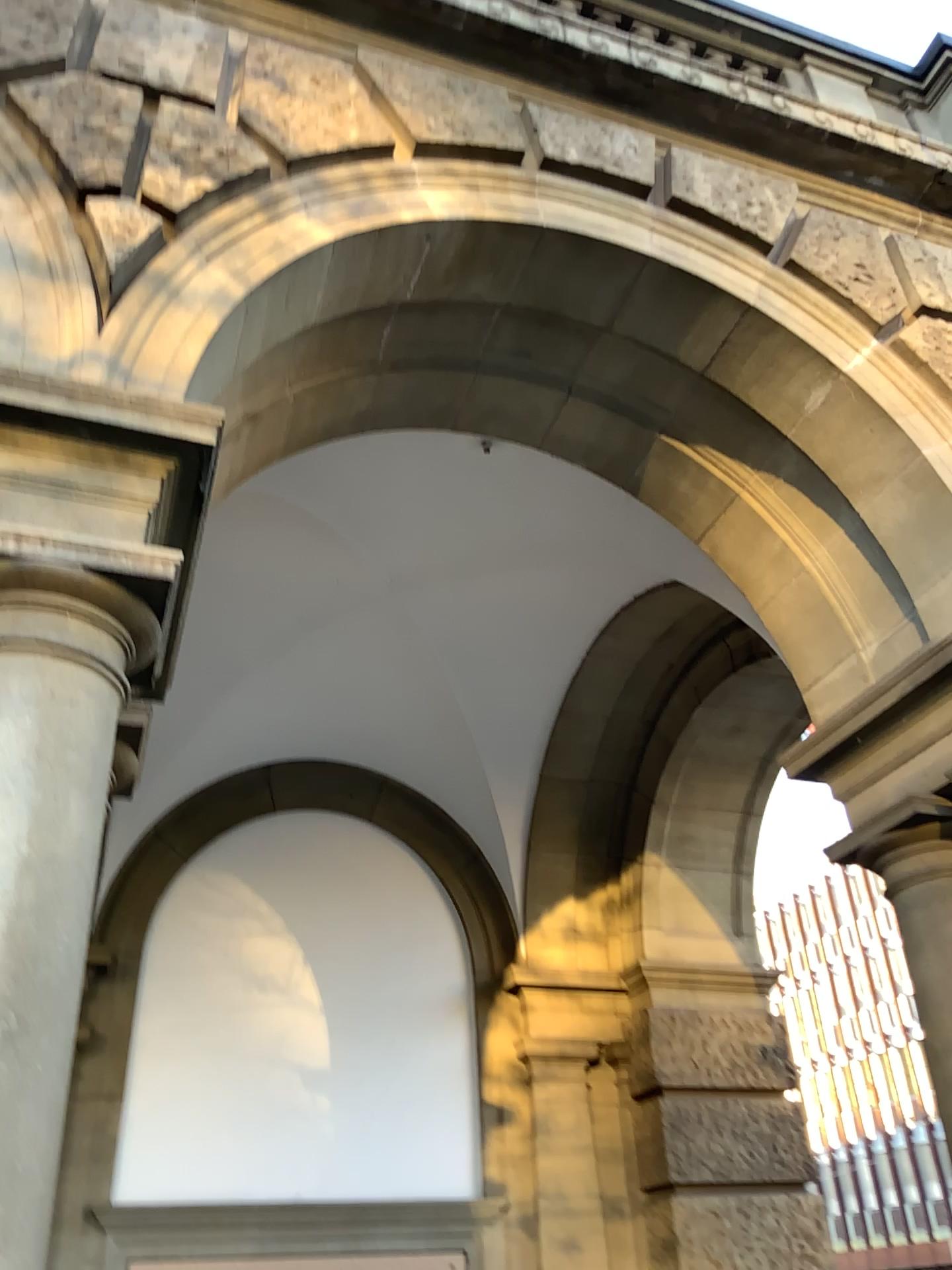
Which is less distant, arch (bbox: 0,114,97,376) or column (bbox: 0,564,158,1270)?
column (bbox: 0,564,158,1270)

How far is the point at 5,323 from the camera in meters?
2.5

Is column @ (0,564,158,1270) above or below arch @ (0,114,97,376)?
below

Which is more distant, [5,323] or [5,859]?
[5,323]

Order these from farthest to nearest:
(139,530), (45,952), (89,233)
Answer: (89,233), (139,530), (45,952)

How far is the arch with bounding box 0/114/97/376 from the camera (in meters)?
2.54

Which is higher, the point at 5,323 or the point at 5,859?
the point at 5,323
